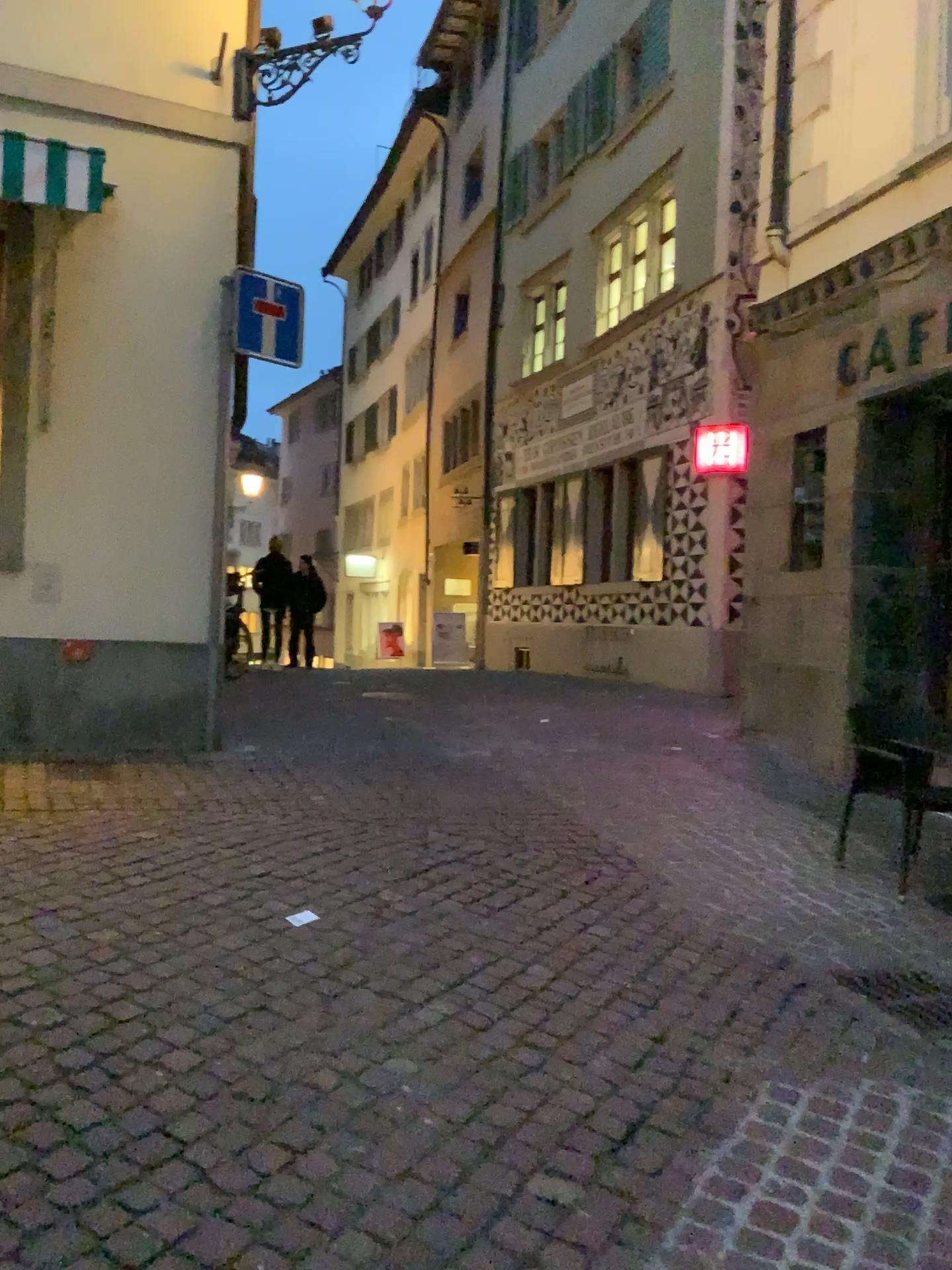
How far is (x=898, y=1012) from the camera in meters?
3.5 m

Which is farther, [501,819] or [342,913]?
[501,819]

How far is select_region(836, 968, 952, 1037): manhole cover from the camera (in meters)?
3.51
